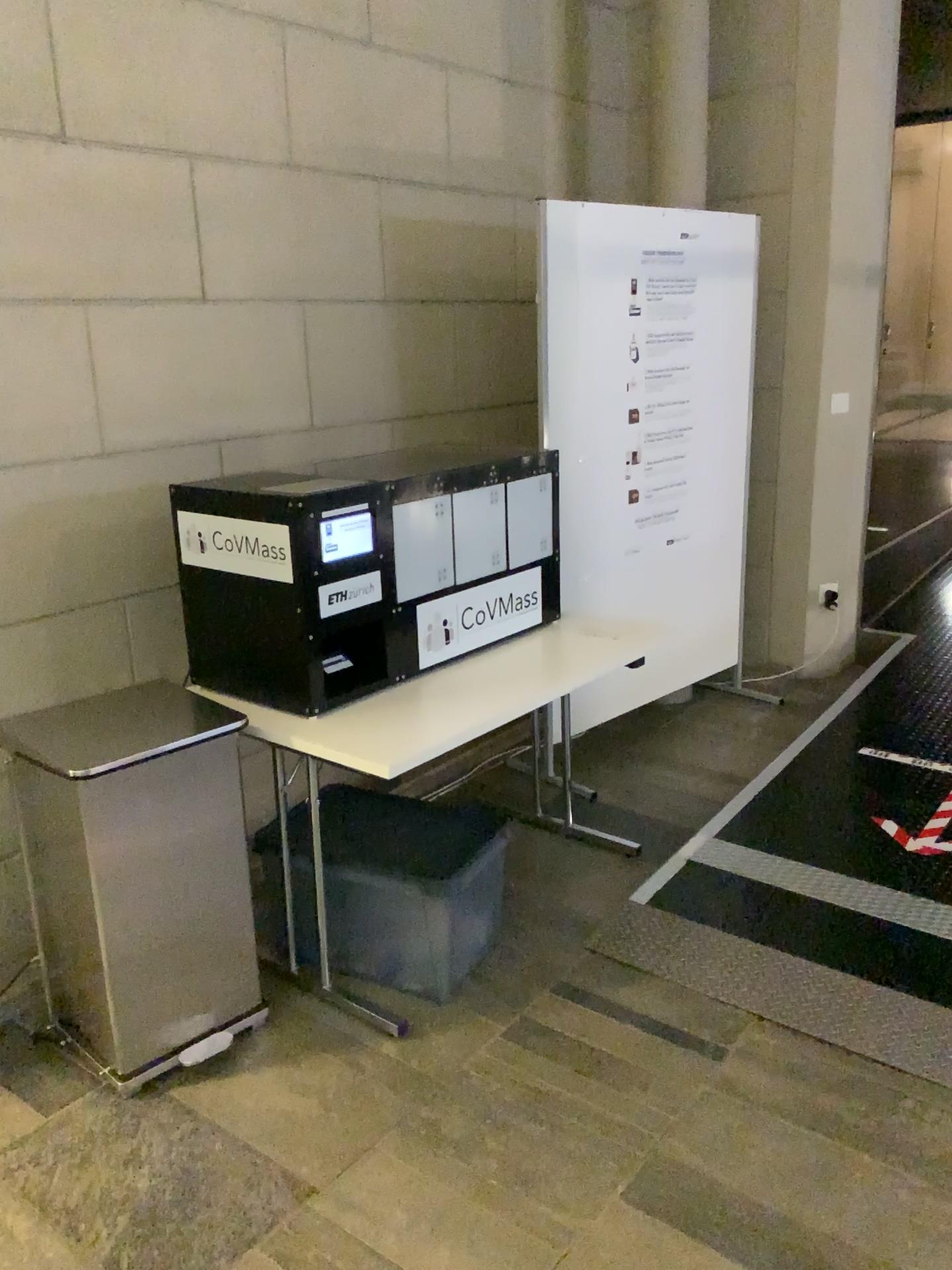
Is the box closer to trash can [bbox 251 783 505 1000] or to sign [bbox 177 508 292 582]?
sign [bbox 177 508 292 582]

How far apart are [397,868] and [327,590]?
0.69m

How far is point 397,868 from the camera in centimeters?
253cm

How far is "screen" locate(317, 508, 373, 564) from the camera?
2.4m

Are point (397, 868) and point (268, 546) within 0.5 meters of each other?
no

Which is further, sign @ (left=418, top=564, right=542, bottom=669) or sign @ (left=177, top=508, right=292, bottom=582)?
sign @ (left=418, top=564, right=542, bottom=669)

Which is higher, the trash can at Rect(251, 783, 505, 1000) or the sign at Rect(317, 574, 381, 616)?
the sign at Rect(317, 574, 381, 616)

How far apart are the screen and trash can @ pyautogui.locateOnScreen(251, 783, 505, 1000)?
0.7 meters

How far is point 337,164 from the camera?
3.4 meters

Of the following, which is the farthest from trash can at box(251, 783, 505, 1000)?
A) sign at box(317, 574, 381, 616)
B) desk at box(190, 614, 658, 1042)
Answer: sign at box(317, 574, 381, 616)
